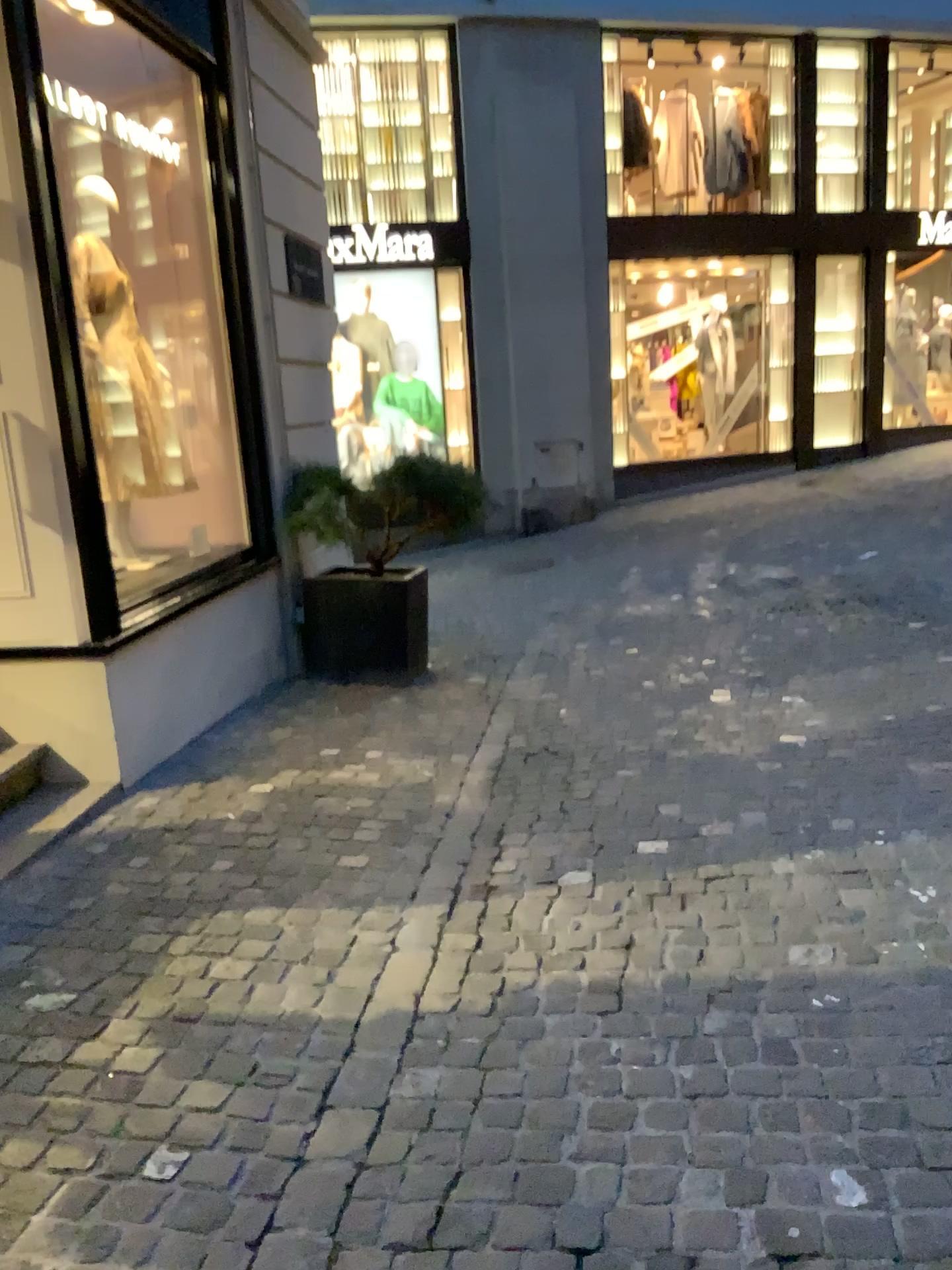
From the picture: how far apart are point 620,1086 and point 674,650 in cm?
380
